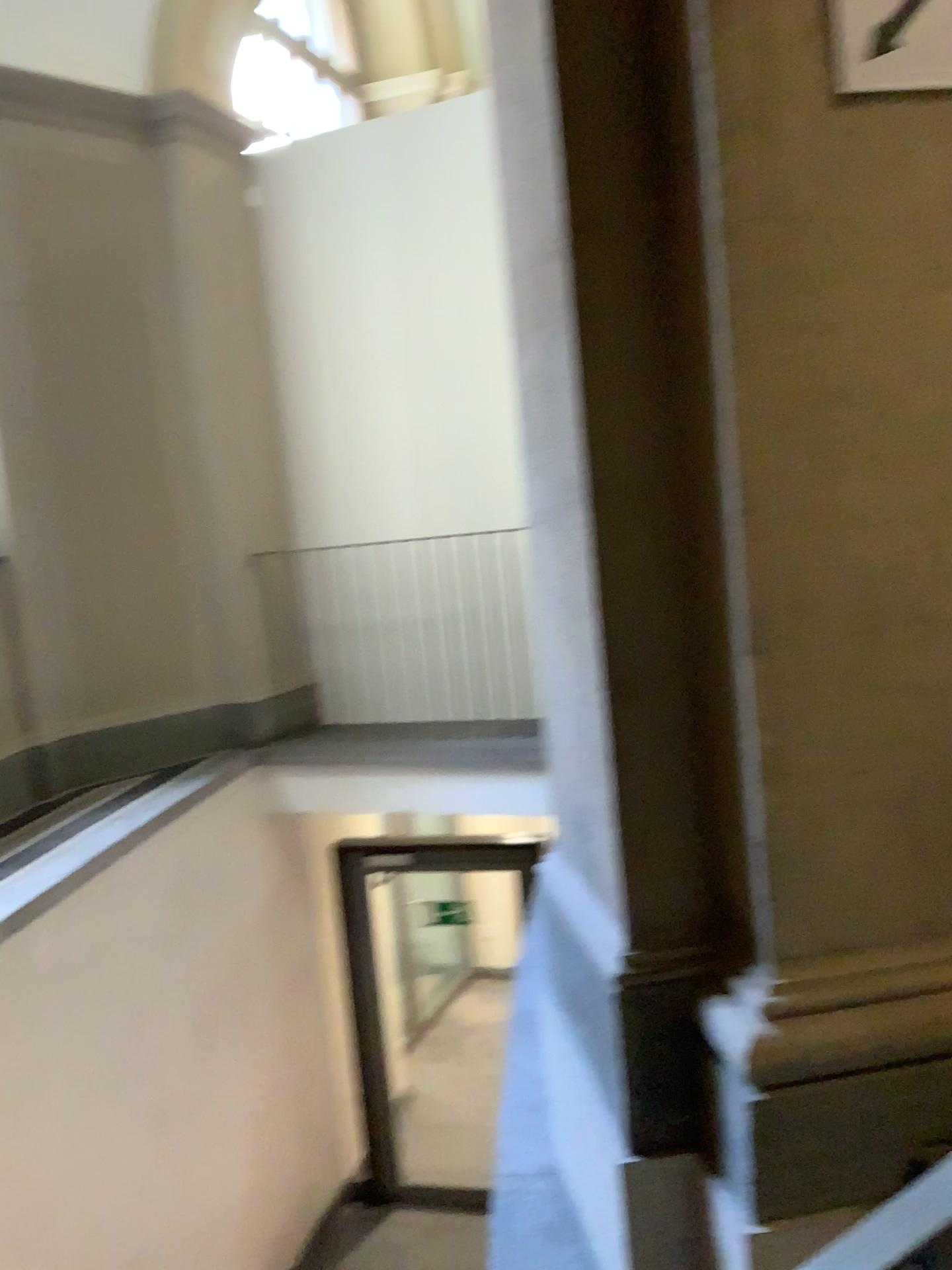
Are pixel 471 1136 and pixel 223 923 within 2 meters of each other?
no

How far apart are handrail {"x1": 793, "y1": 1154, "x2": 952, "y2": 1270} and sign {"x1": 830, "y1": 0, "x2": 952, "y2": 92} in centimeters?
150cm

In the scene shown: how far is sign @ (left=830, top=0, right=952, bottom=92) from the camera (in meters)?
1.59

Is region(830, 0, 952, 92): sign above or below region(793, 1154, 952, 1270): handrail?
above

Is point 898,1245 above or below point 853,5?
below

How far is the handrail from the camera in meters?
0.6

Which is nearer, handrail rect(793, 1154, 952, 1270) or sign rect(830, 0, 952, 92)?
handrail rect(793, 1154, 952, 1270)

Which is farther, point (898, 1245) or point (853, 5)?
point (853, 5)

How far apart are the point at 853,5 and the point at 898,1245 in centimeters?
164cm
